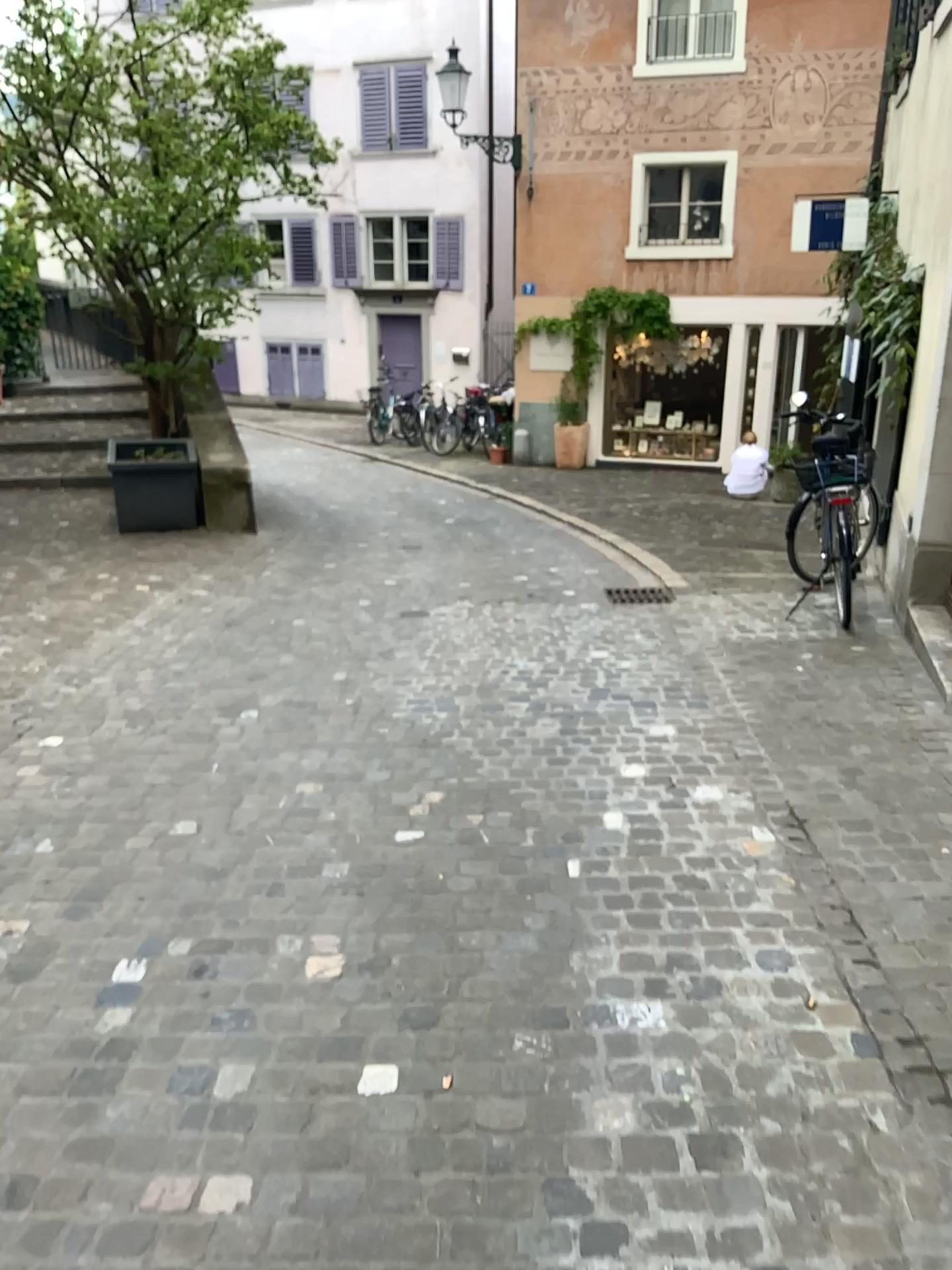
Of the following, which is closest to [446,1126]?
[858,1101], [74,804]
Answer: [858,1101]
